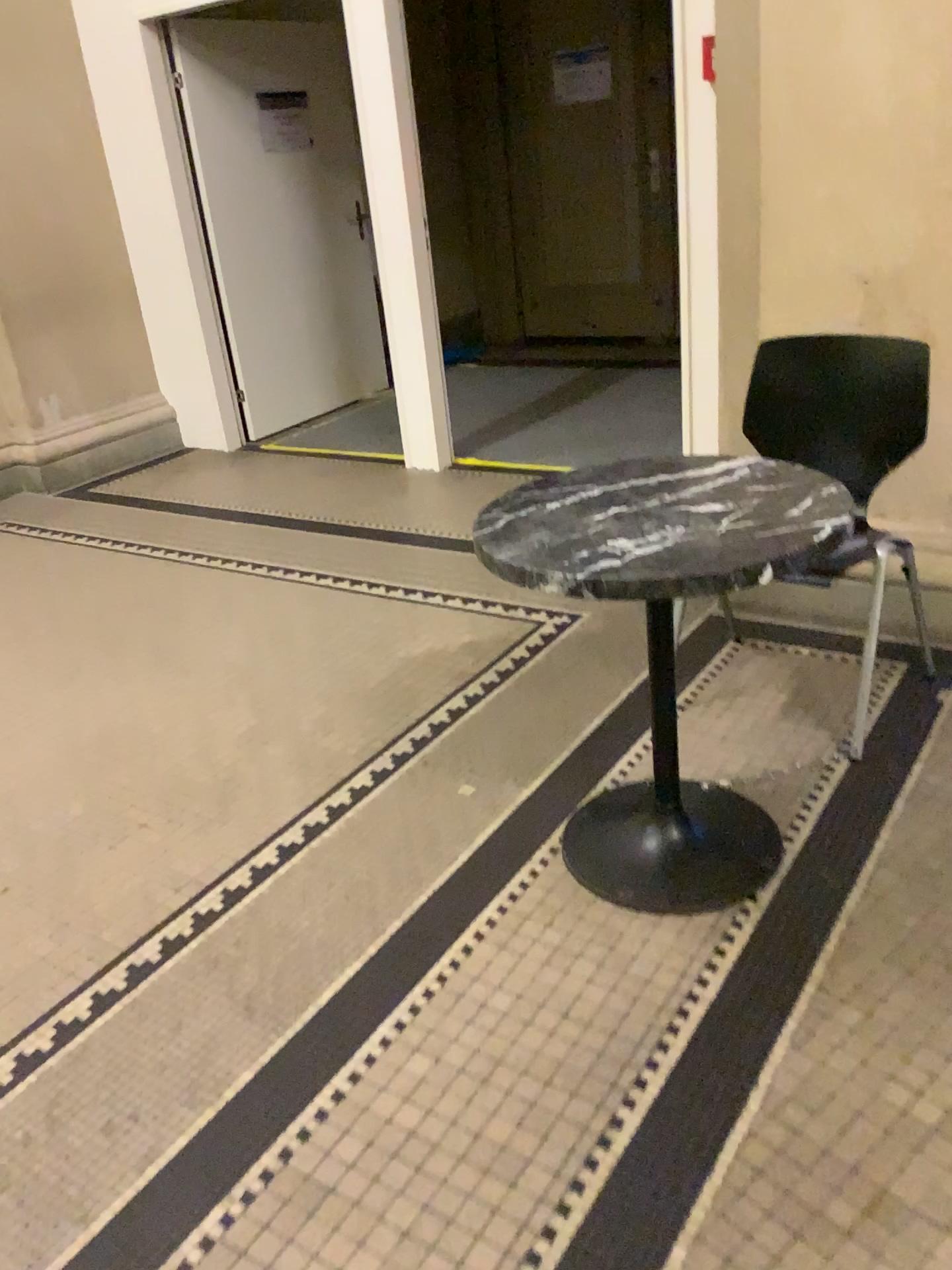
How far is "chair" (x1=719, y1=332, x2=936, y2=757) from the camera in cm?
244

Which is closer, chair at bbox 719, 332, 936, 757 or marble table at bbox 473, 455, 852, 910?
marble table at bbox 473, 455, 852, 910

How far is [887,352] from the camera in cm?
244

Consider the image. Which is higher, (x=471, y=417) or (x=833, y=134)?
(x=833, y=134)

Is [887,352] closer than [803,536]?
No
